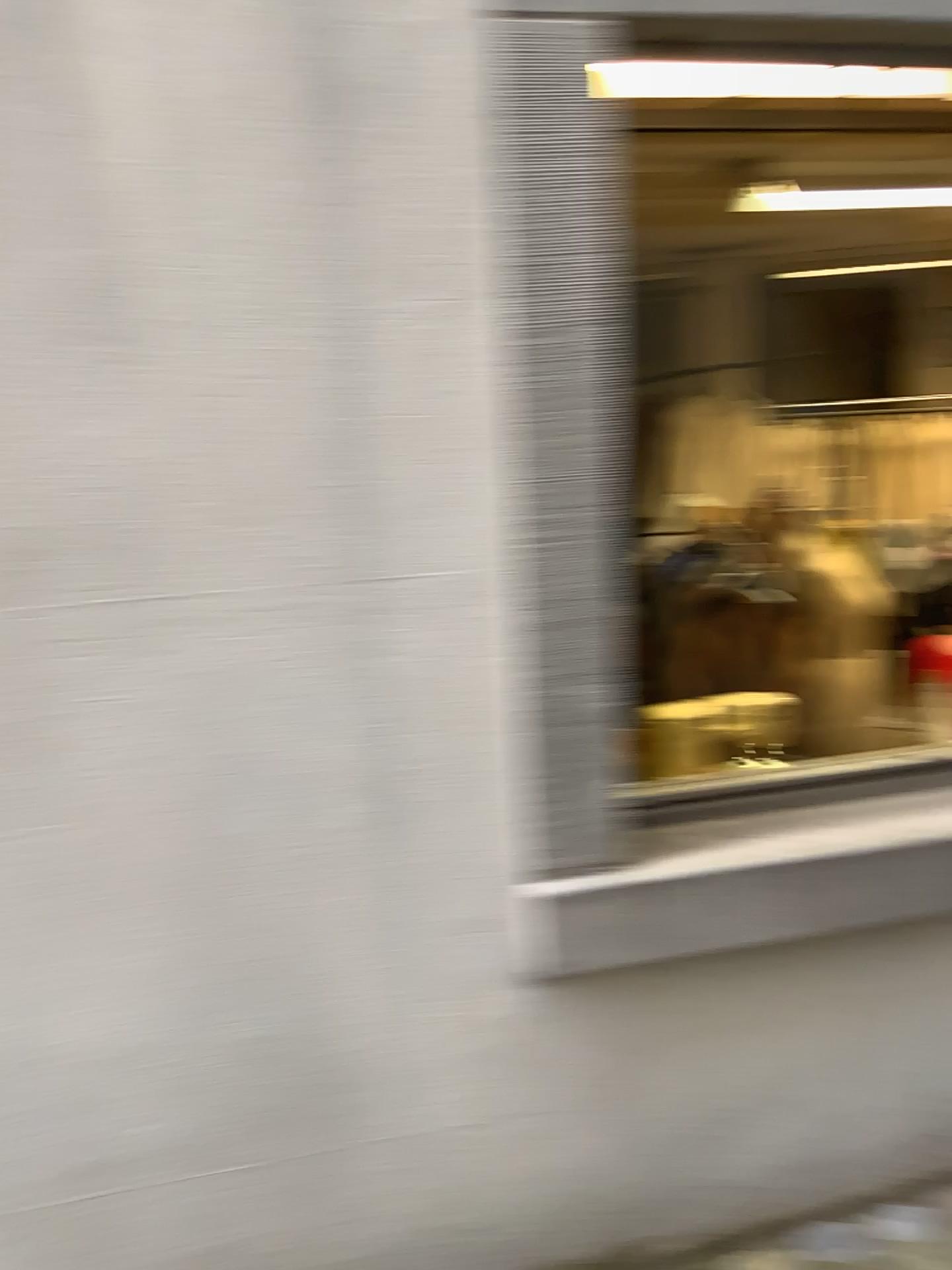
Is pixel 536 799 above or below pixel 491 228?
below
